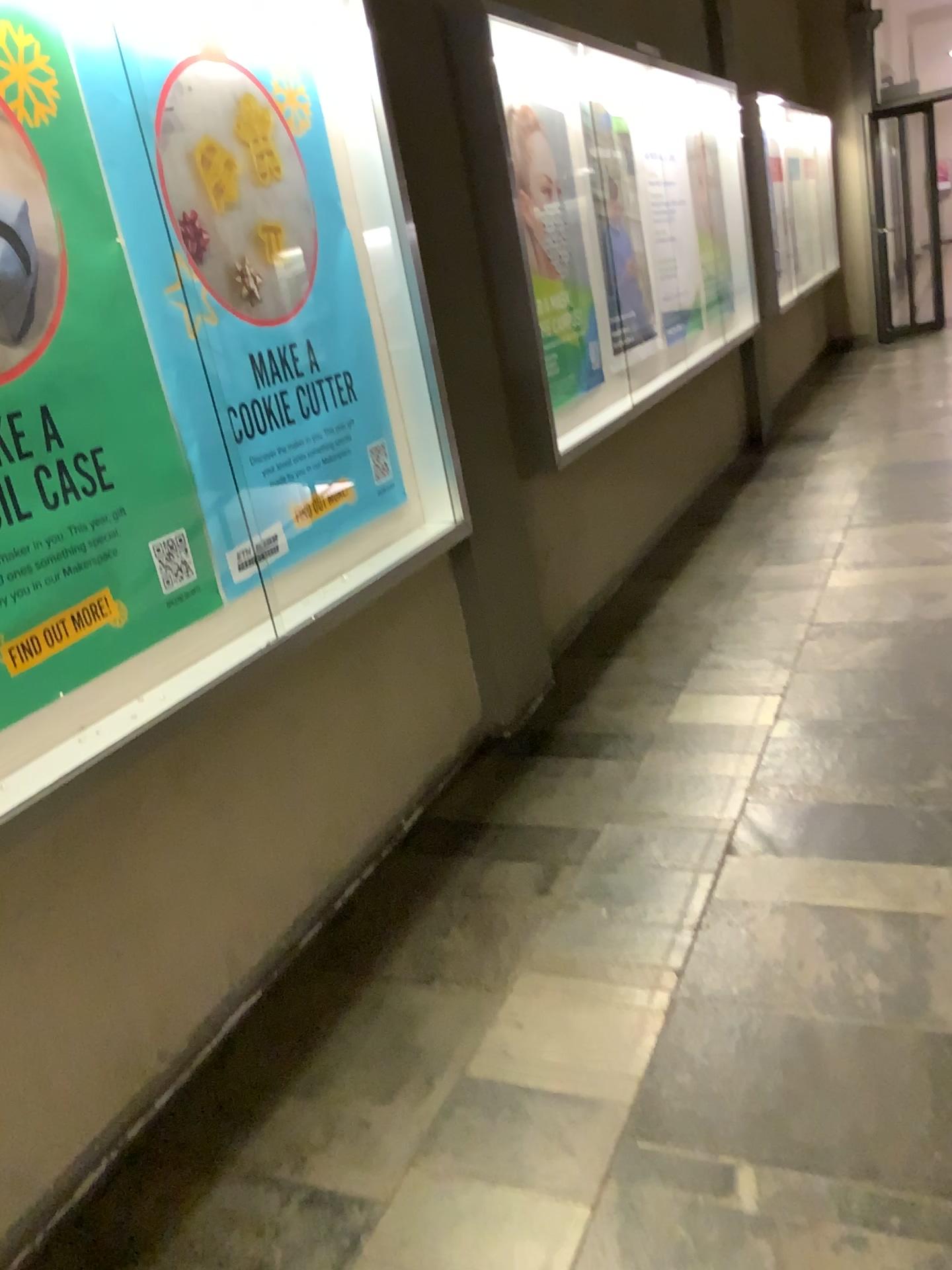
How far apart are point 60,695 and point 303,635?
0.7m

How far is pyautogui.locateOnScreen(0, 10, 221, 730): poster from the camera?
1.8 meters

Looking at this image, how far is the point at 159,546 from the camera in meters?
2.1

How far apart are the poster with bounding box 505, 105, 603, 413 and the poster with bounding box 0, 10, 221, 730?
2.16m

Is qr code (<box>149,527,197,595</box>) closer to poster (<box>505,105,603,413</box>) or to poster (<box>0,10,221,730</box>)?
poster (<box>0,10,221,730</box>)

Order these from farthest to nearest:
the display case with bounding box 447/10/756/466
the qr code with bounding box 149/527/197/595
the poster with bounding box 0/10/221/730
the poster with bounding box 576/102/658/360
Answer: the poster with bounding box 576/102/658/360
the display case with bounding box 447/10/756/466
the qr code with bounding box 149/527/197/595
the poster with bounding box 0/10/221/730

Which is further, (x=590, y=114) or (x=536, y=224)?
(x=590, y=114)

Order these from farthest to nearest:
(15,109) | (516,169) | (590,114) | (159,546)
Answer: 1. (590,114)
2. (516,169)
3. (159,546)
4. (15,109)

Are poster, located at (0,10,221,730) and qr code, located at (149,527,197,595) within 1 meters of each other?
yes

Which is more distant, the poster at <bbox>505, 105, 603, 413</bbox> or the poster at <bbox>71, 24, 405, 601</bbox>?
the poster at <bbox>505, 105, 603, 413</bbox>
